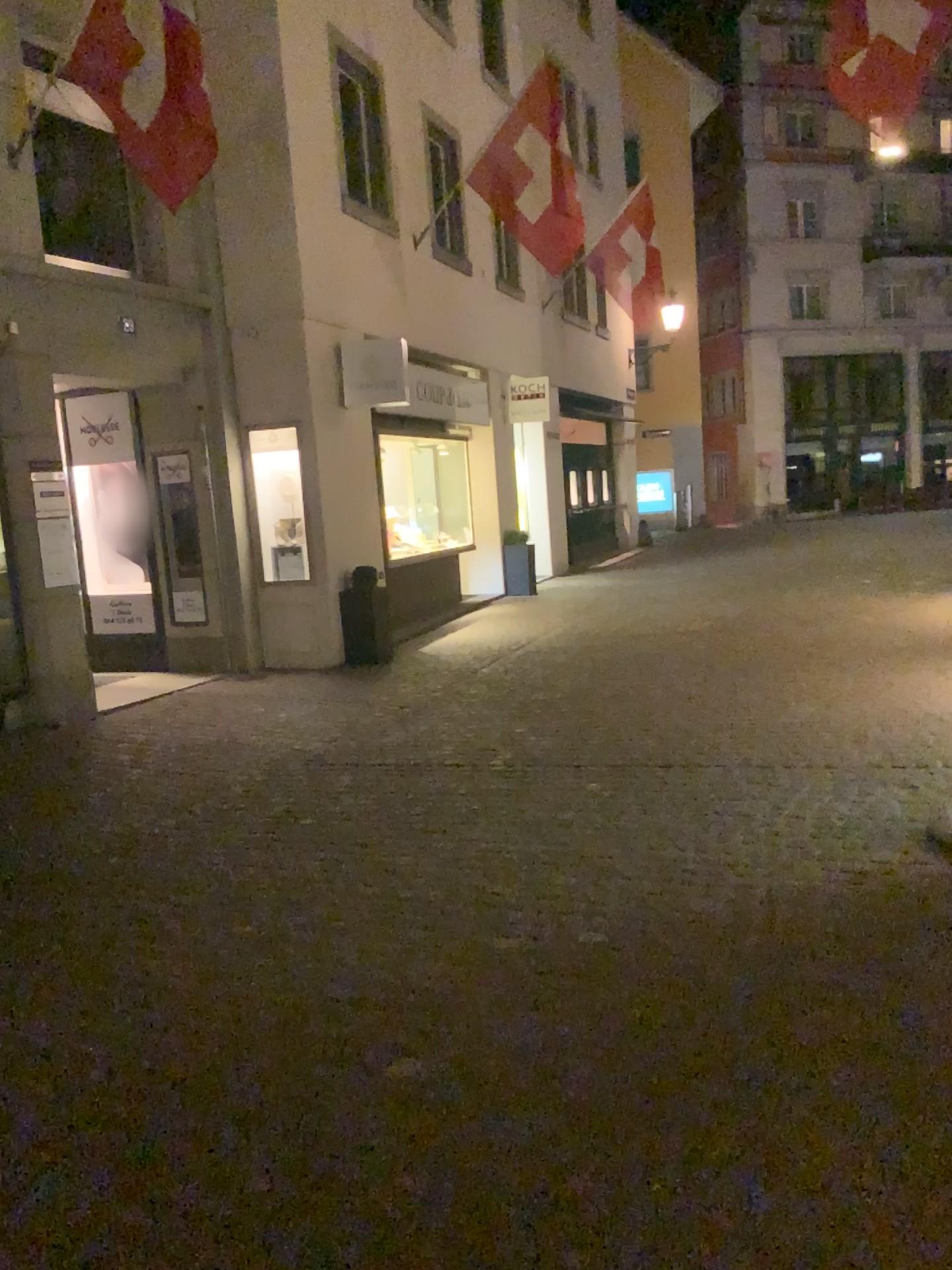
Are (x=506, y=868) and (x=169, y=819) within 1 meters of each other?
no
